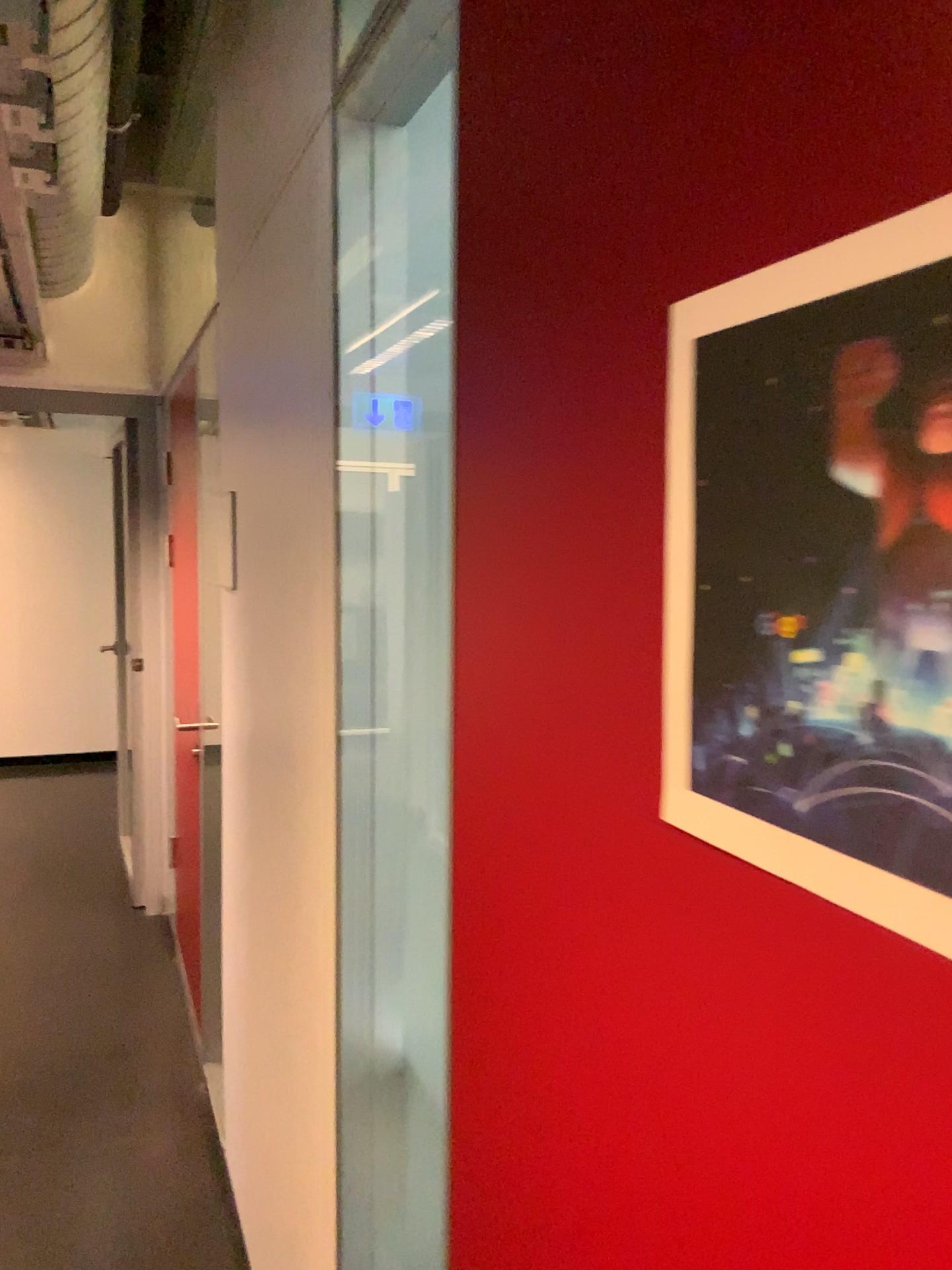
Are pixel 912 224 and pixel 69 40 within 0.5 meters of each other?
no

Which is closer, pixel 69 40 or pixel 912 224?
pixel 912 224

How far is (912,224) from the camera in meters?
0.4

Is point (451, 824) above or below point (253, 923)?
above

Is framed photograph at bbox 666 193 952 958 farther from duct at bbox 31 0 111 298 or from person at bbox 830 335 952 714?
duct at bbox 31 0 111 298

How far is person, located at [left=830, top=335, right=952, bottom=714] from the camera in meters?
0.4

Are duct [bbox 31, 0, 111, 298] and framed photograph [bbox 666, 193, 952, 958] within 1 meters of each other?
no

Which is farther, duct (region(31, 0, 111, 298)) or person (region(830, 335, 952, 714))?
duct (region(31, 0, 111, 298))

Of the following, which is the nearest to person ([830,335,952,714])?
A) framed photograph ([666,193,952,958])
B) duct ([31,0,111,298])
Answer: framed photograph ([666,193,952,958])

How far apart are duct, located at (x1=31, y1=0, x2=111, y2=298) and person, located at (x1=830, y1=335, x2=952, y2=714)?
2.1m
